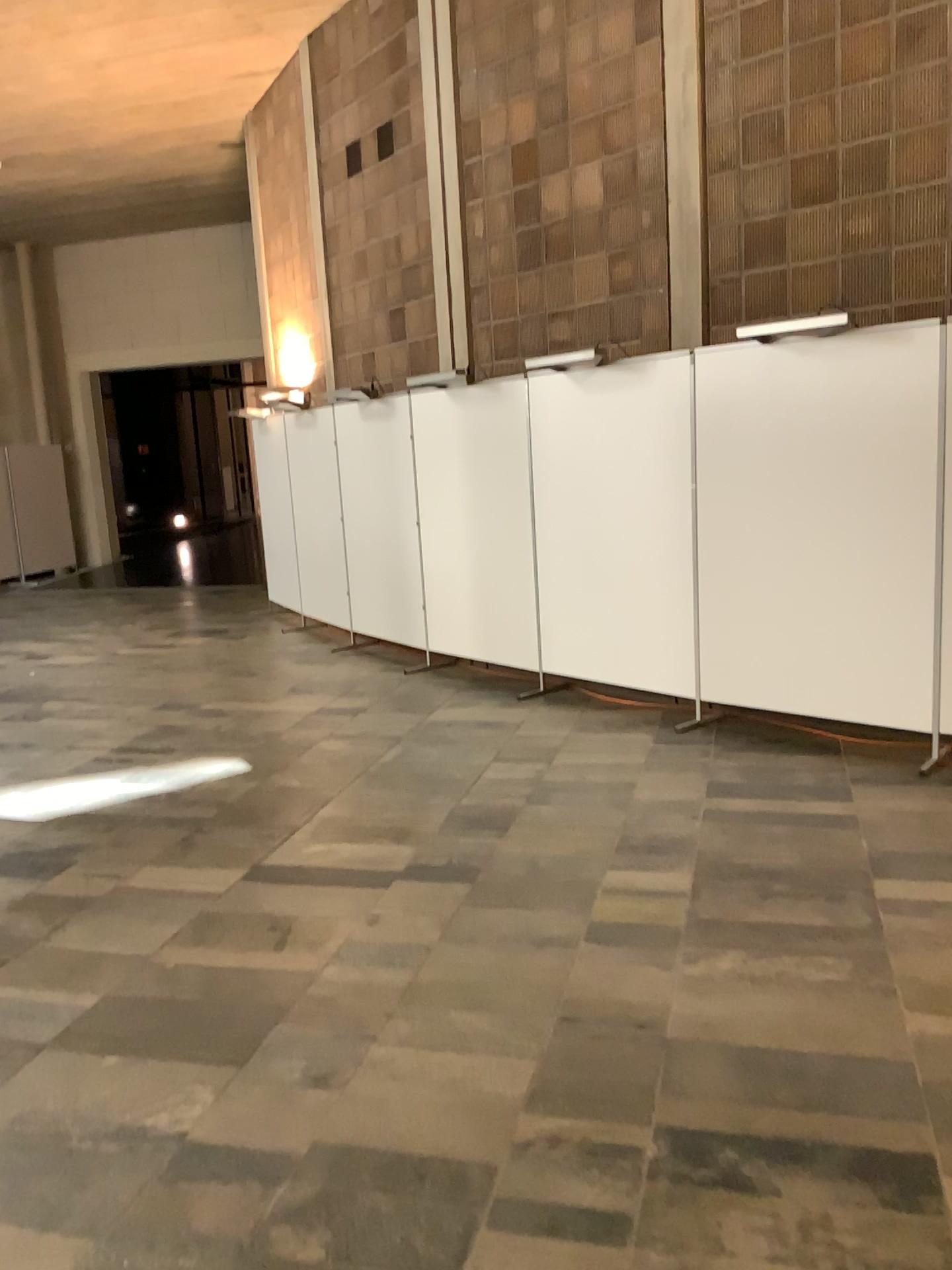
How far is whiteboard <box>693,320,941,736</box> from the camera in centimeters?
472cm

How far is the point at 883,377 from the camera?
4.7 meters

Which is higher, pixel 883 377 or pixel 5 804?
pixel 883 377

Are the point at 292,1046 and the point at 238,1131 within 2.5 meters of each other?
yes
